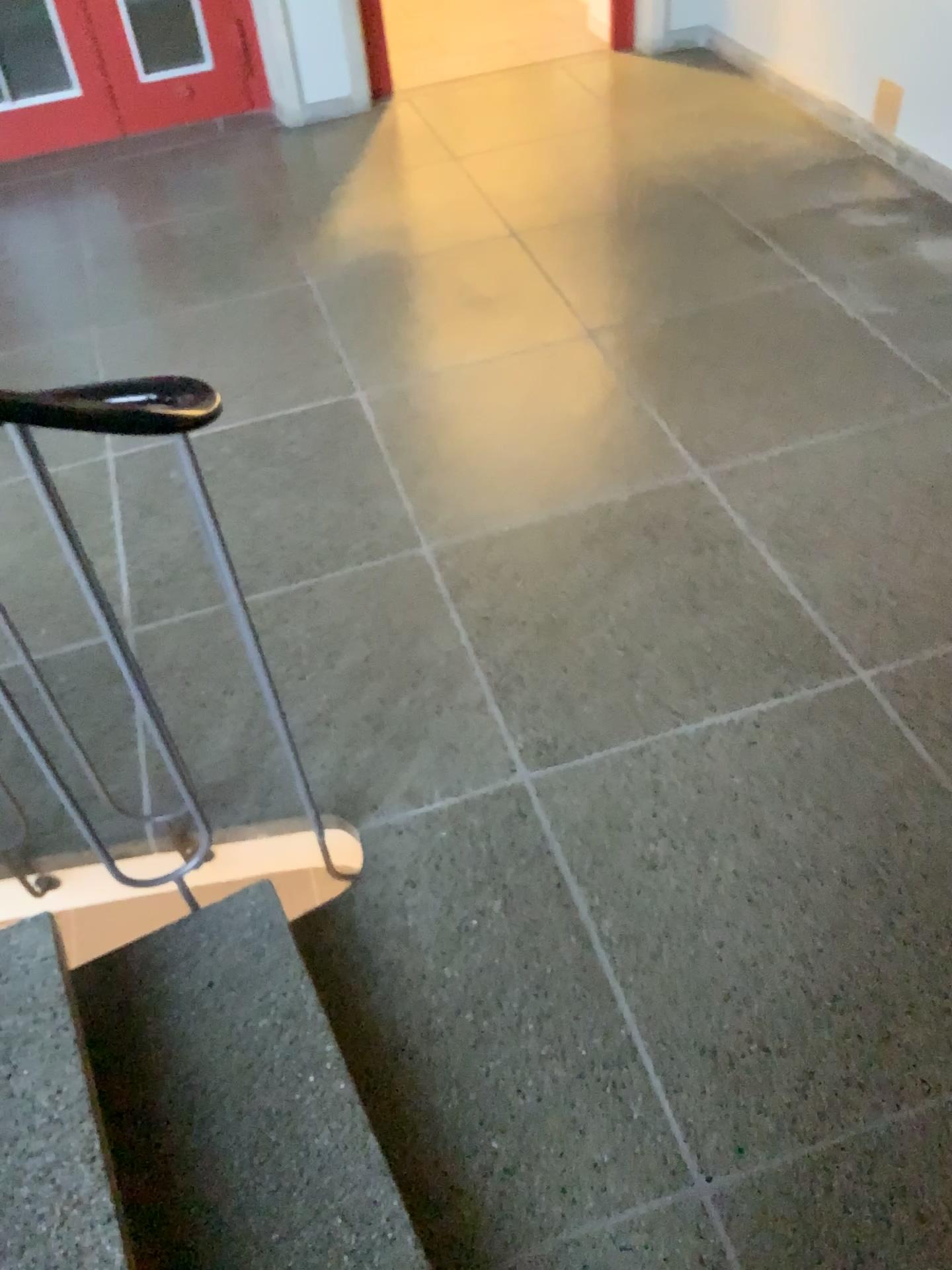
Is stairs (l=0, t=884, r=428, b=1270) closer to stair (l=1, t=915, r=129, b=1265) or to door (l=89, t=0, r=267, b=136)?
stair (l=1, t=915, r=129, b=1265)

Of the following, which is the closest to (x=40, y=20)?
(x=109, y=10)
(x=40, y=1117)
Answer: (x=109, y=10)

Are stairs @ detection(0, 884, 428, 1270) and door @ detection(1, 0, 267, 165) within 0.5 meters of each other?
no

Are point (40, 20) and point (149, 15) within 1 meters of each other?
yes

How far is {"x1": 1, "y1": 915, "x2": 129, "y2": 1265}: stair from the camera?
1.2m

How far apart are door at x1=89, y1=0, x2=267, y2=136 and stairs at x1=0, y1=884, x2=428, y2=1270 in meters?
3.8

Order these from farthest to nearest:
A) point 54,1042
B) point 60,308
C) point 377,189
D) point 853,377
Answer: point 377,189 < point 60,308 < point 853,377 < point 54,1042

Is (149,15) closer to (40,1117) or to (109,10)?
(109,10)

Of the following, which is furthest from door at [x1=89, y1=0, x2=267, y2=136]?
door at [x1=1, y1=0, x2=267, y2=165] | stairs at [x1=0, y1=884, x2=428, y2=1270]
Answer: stairs at [x1=0, y1=884, x2=428, y2=1270]

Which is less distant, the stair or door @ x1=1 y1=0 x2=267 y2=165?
the stair
